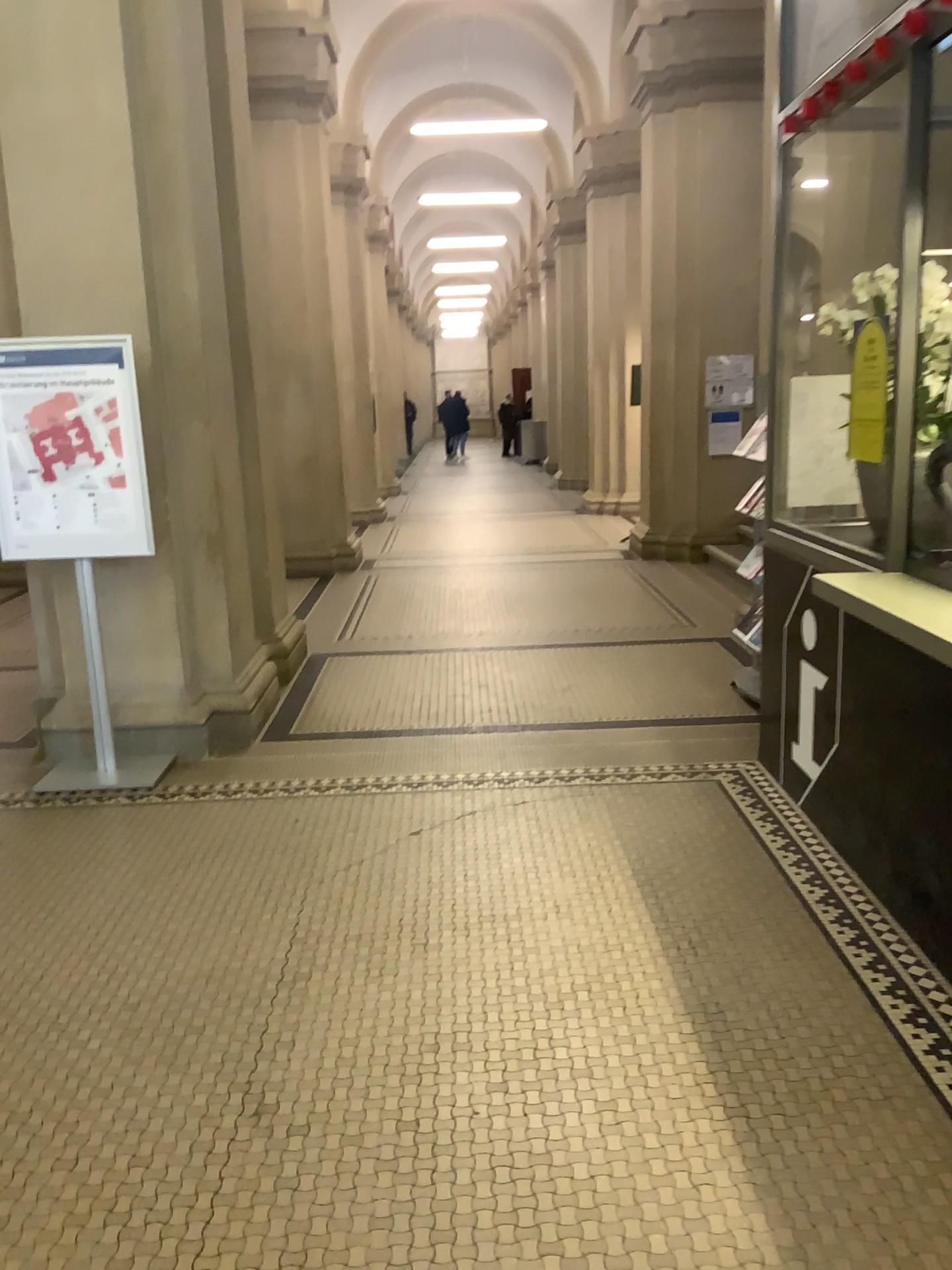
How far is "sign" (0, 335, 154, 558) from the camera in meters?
4.2 m

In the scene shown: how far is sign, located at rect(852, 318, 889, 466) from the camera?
3.0m

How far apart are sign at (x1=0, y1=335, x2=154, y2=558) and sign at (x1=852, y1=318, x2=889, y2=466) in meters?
2.7 m

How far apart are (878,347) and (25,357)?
3.2 meters

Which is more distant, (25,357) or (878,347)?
(25,357)

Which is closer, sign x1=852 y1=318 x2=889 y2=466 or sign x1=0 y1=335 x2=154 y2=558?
sign x1=852 y1=318 x2=889 y2=466

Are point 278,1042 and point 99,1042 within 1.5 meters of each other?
yes

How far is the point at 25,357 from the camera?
4.2m
